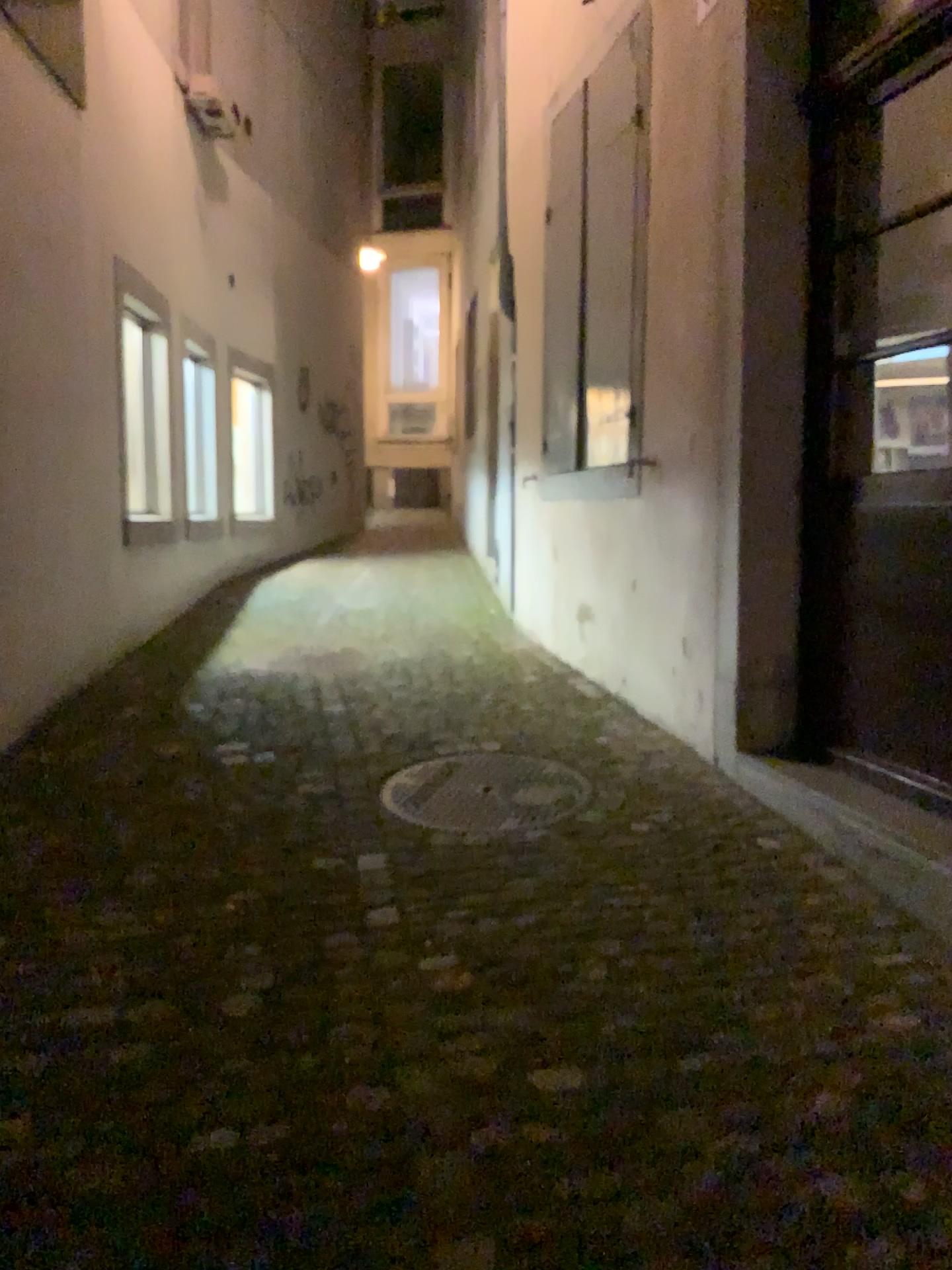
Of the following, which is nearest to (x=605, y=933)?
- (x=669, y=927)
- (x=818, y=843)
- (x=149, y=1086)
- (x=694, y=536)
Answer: (x=669, y=927)

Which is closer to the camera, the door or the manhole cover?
the door

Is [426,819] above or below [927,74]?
below

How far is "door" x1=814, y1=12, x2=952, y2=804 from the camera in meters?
3.0 m

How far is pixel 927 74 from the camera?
3.0m

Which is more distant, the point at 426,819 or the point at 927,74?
the point at 426,819
